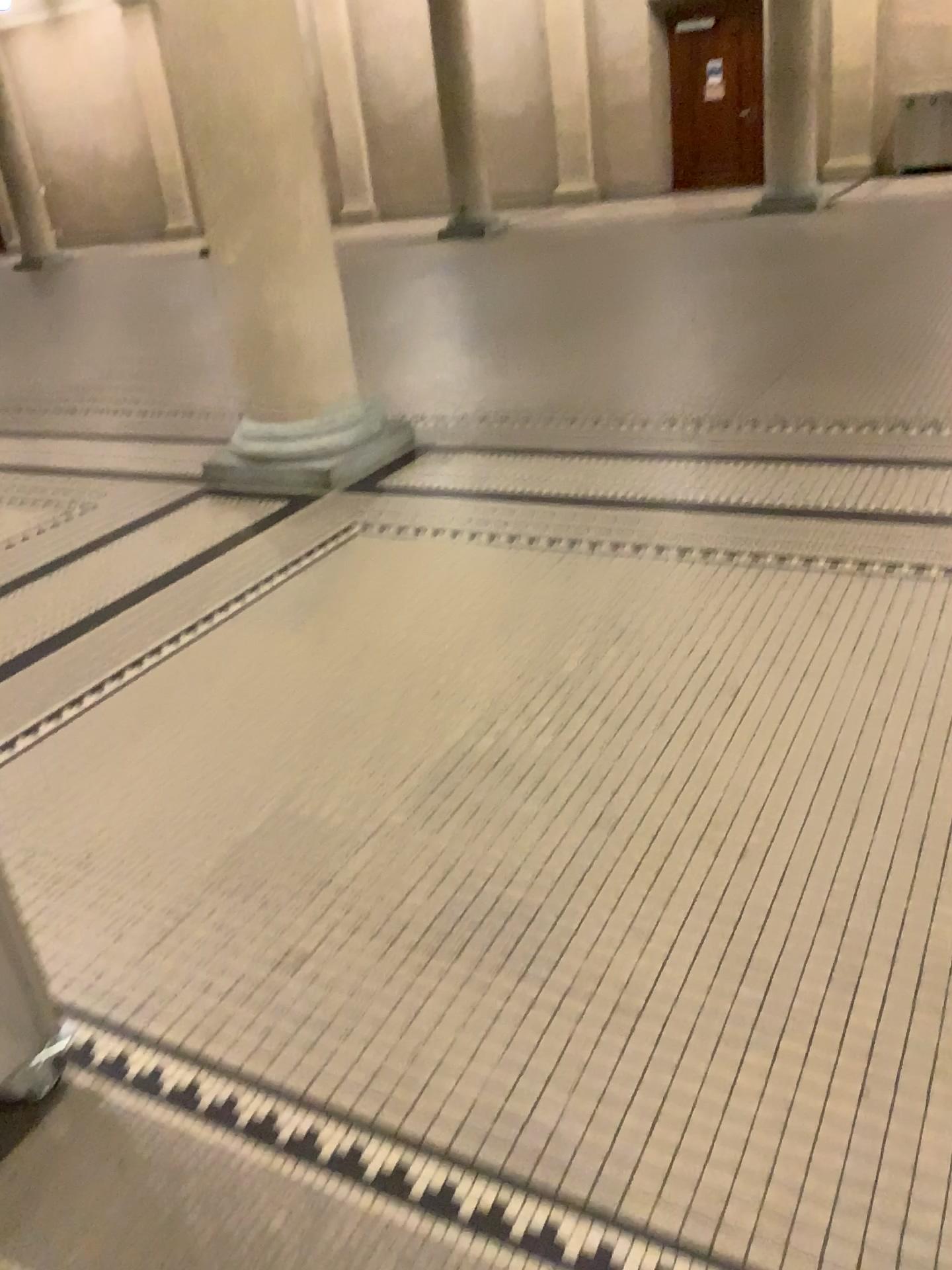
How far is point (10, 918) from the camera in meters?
1.8 m

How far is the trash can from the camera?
1.8m

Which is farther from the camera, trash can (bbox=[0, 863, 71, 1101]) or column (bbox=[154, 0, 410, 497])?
column (bbox=[154, 0, 410, 497])

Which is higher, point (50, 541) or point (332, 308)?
point (332, 308)

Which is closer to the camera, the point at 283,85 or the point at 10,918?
the point at 10,918

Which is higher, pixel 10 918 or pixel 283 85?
pixel 283 85
